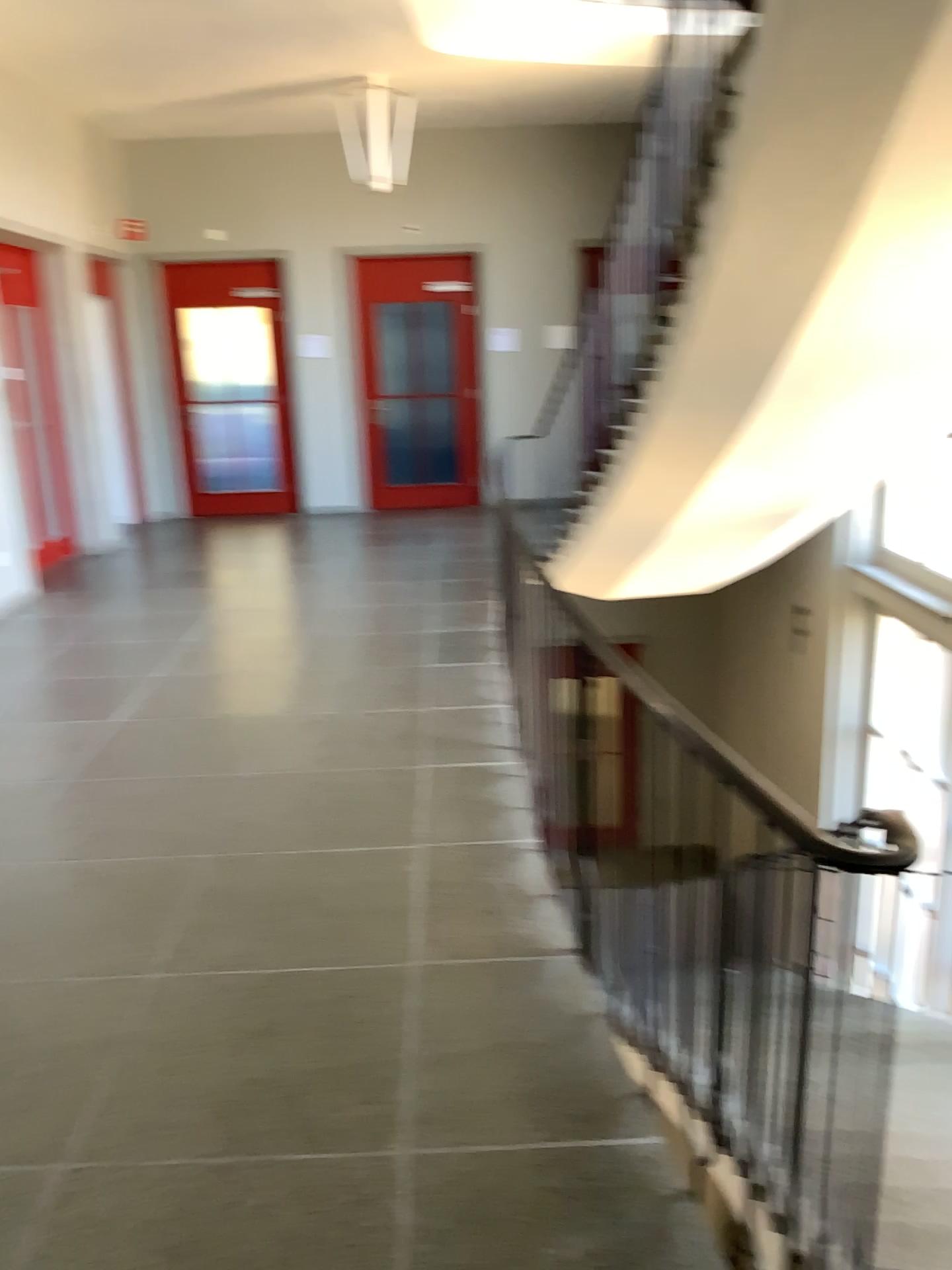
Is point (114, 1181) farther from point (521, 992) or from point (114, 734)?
point (114, 734)
